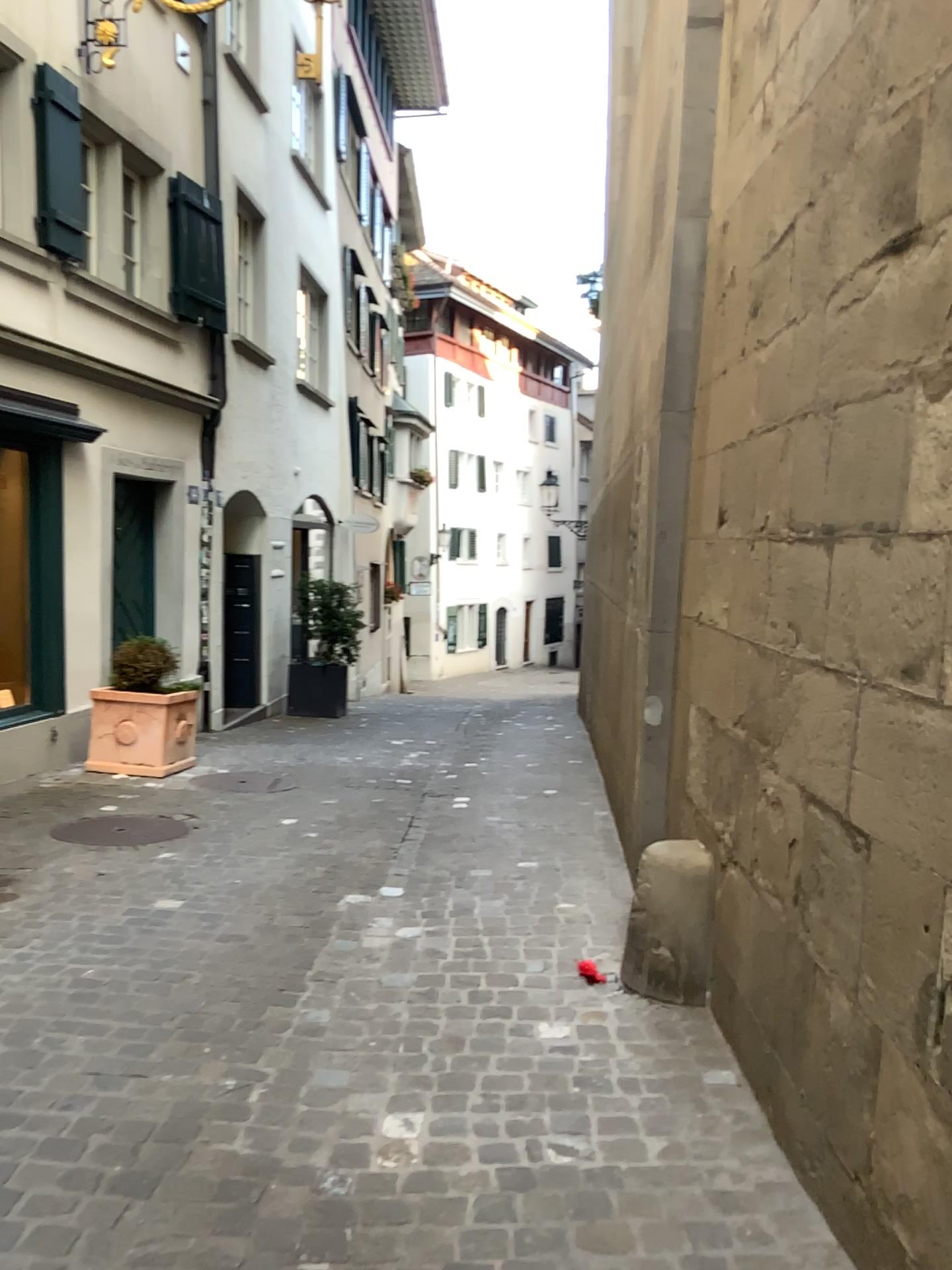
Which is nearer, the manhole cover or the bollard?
the bollard

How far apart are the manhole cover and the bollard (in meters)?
2.57

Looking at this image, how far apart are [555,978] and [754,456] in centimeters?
180cm

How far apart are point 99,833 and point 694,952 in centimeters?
303cm

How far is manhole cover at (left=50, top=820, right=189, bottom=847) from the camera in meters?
5.1

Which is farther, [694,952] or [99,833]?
[99,833]

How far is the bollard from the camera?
3.35m

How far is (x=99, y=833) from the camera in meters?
5.1 m
